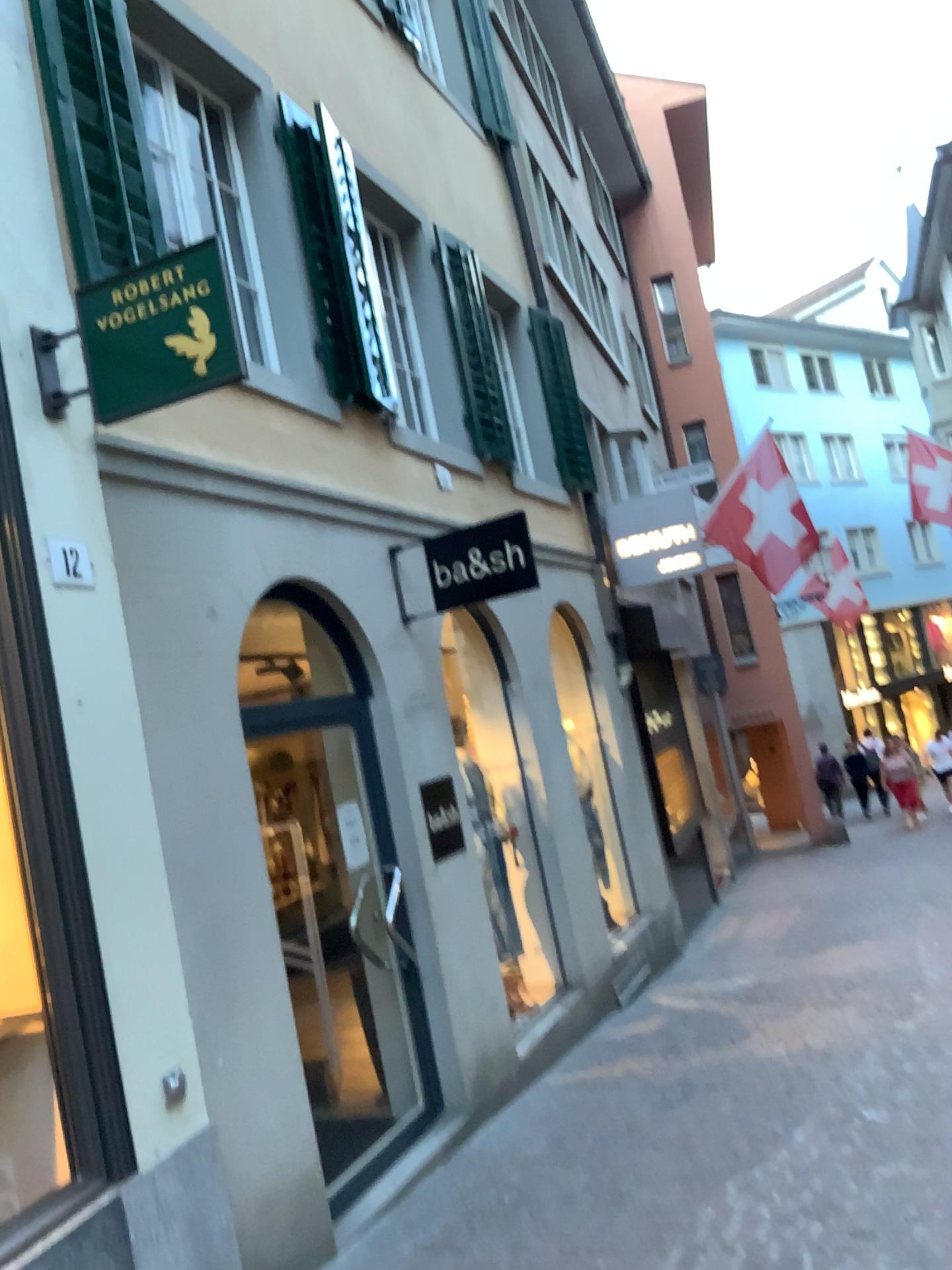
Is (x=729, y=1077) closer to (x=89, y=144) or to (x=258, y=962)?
(x=258, y=962)

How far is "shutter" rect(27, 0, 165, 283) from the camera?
3.9 meters

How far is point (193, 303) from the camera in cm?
334

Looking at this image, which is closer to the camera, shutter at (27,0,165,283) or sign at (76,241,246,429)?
sign at (76,241,246,429)

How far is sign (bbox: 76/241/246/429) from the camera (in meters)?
3.34

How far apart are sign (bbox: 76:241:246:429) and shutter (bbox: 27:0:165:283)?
0.5m

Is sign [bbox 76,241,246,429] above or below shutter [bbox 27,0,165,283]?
below

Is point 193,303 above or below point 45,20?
below

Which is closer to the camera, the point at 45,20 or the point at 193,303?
the point at 193,303
